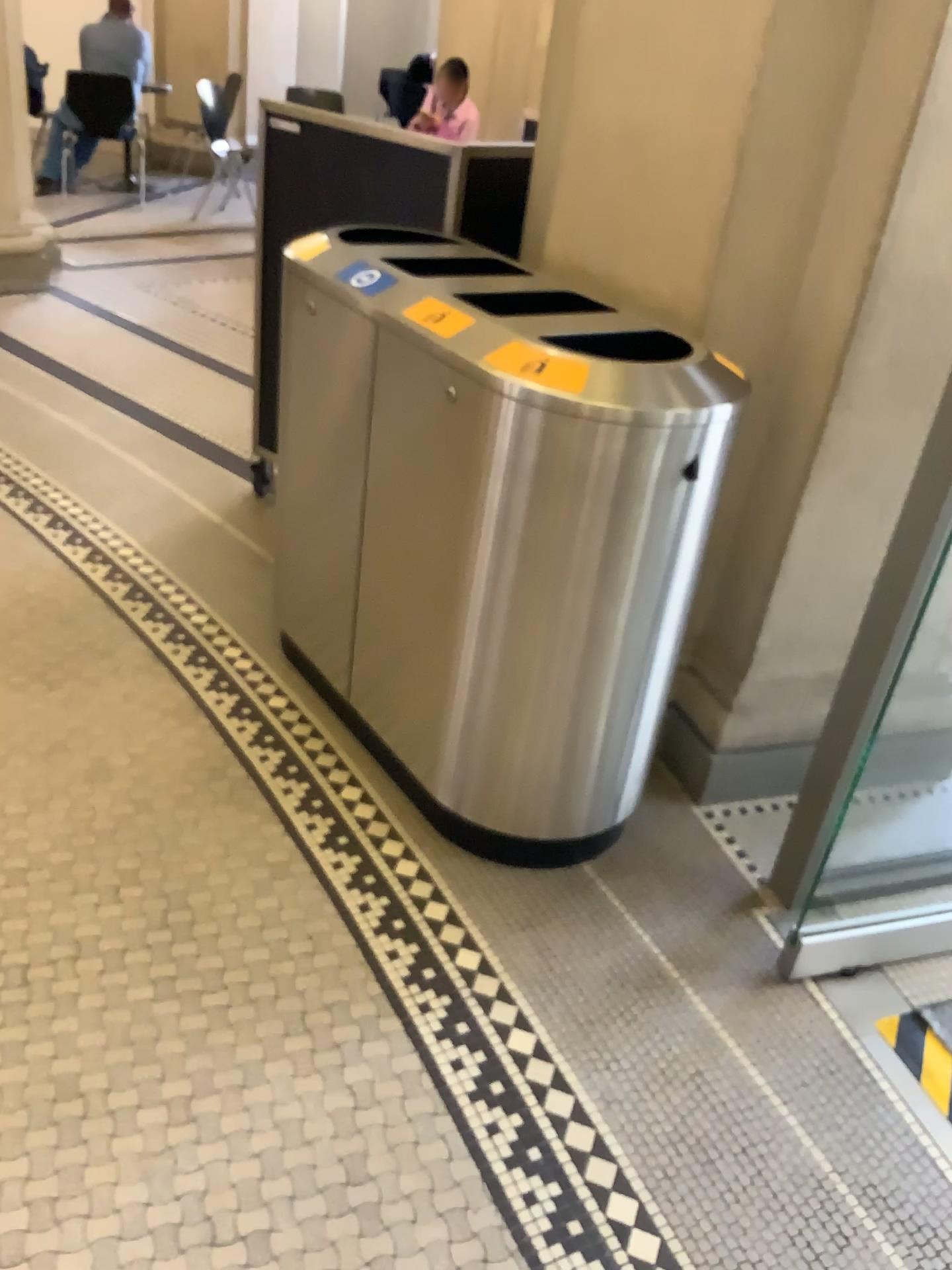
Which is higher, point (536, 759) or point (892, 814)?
point (536, 759)

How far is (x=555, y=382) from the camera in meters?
1.7

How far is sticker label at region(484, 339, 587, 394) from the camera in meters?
1.7 m

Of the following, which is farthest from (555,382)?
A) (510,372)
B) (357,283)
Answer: (357,283)

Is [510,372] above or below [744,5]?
below

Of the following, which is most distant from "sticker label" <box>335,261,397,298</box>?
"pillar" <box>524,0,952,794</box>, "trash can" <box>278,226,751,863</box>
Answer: "pillar" <box>524,0,952,794</box>

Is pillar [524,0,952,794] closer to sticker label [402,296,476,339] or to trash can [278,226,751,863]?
trash can [278,226,751,863]

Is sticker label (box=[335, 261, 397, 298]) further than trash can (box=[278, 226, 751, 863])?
Yes

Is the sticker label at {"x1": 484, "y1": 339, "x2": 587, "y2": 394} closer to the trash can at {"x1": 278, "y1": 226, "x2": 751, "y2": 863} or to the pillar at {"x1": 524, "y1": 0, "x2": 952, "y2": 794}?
the trash can at {"x1": 278, "y1": 226, "x2": 751, "y2": 863}

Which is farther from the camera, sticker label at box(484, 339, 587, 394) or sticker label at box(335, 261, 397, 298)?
sticker label at box(335, 261, 397, 298)
